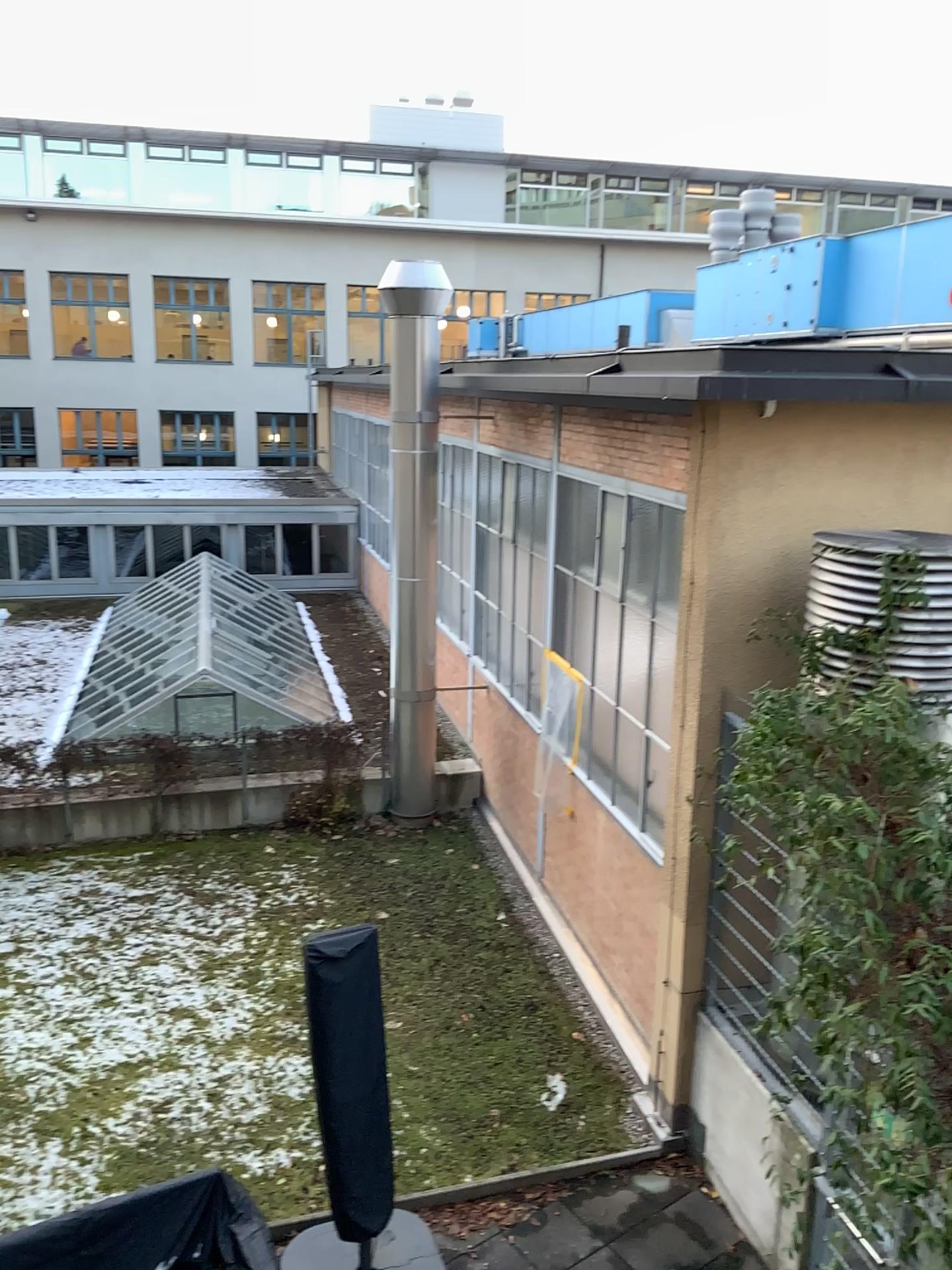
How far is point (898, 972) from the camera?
4.5 meters
